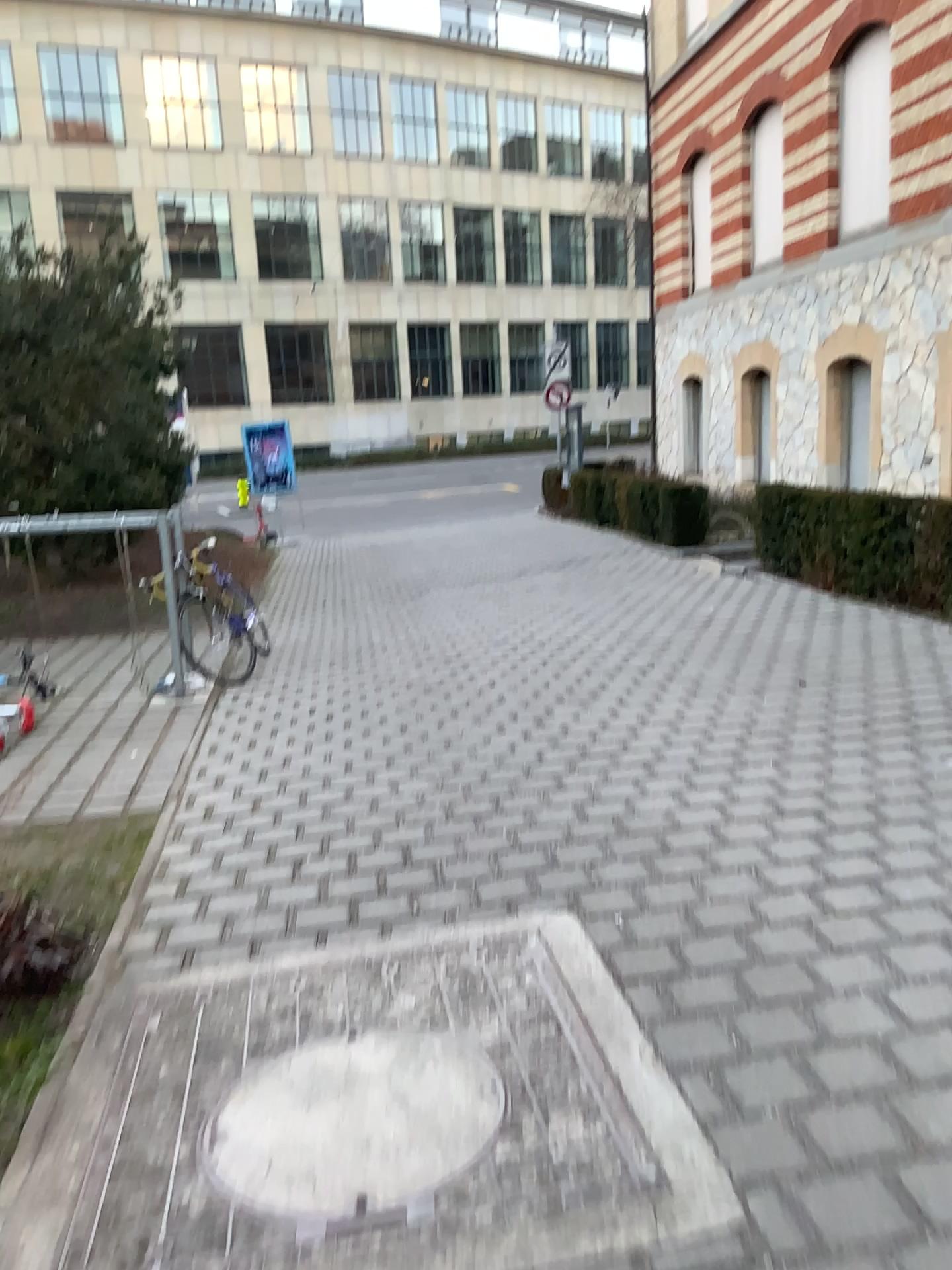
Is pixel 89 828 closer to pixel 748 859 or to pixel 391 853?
pixel 391 853
